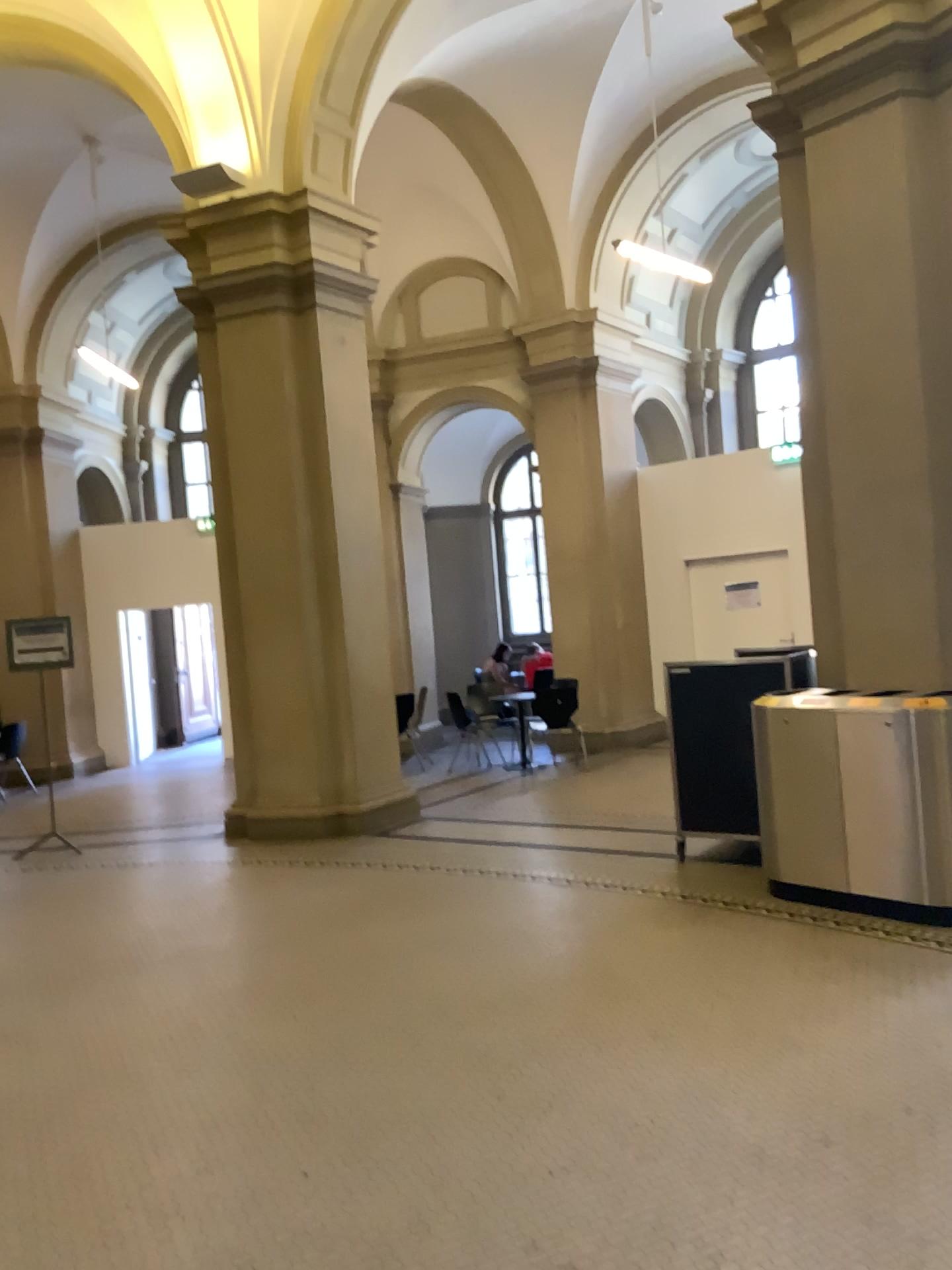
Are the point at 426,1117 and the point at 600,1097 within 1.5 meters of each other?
yes
